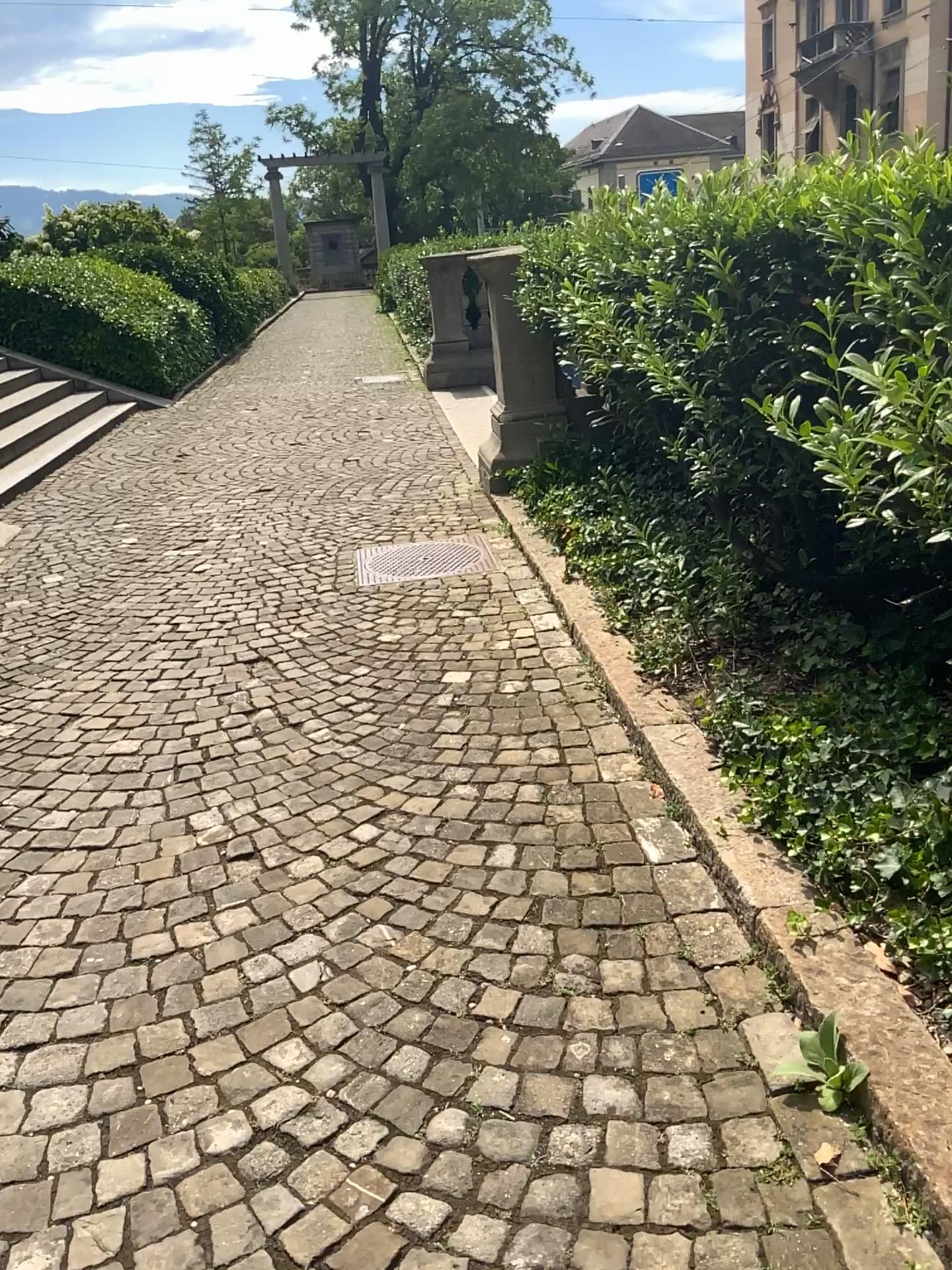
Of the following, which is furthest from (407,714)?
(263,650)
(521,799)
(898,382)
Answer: (898,382)

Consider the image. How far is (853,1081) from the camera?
1.77m

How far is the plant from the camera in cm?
177
